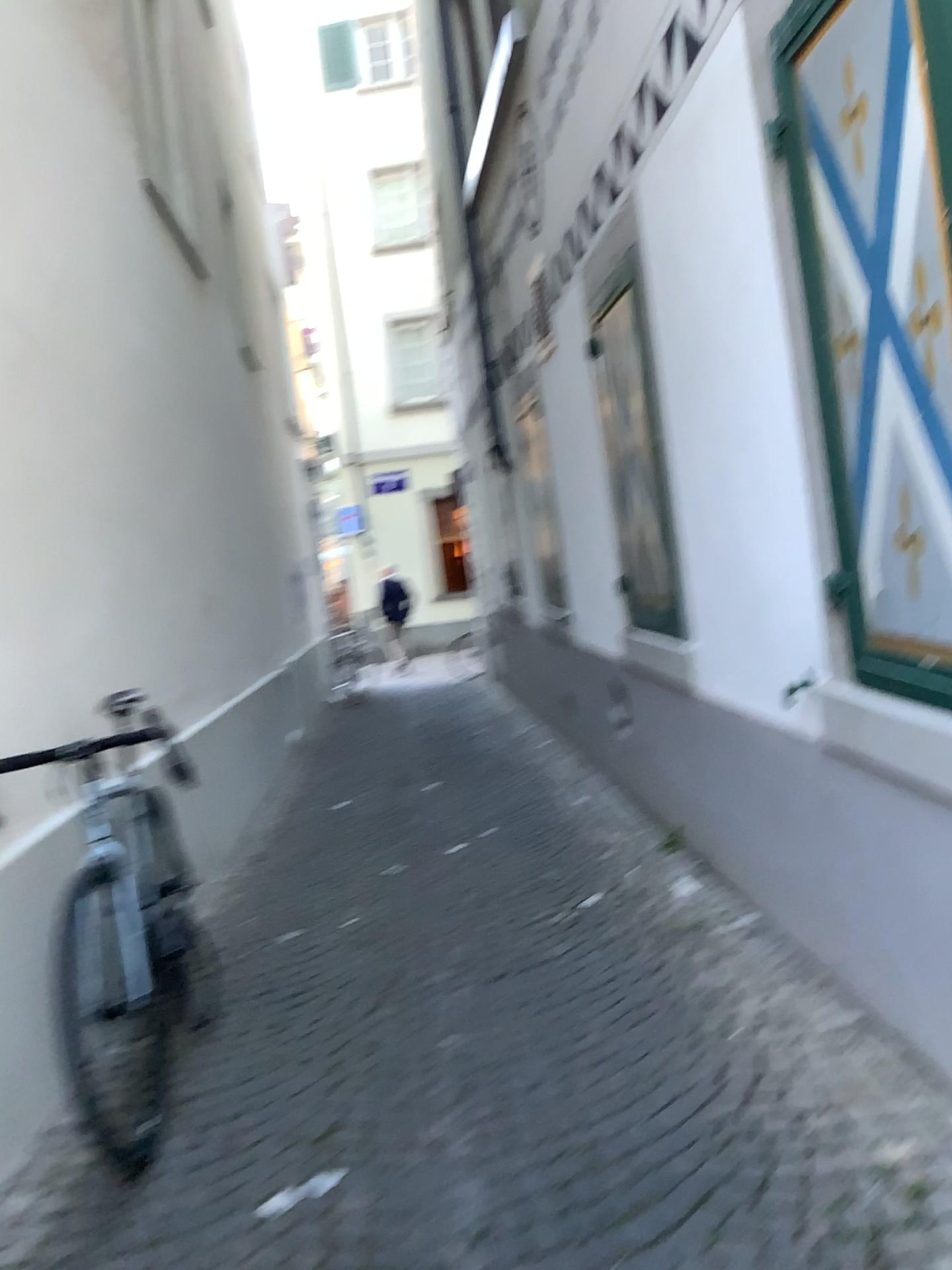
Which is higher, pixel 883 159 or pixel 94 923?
pixel 883 159

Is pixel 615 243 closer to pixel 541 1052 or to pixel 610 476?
pixel 610 476

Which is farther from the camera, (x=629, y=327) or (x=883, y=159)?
(x=629, y=327)

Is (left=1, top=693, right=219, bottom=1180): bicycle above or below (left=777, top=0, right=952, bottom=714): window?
below

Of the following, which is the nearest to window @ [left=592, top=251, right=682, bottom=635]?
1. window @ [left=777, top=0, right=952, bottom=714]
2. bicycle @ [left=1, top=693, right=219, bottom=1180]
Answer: window @ [left=777, top=0, right=952, bottom=714]

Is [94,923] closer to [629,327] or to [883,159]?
[883,159]

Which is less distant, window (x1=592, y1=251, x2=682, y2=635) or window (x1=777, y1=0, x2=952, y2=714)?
window (x1=777, y1=0, x2=952, y2=714)

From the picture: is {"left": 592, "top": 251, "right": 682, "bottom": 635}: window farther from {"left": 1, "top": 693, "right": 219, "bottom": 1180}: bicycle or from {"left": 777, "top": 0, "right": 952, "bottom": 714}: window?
{"left": 1, "top": 693, "right": 219, "bottom": 1180}: bicycle

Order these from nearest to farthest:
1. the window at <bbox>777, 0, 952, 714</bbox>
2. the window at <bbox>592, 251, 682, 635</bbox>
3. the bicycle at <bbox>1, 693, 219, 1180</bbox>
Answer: the window at <bbox>777, 0, 952, 714</bbox>
the bicycle at <bbox>1, 693, 219, 1180</bbox>
the window at <bbox>592, 251, 682, 635</bbox>

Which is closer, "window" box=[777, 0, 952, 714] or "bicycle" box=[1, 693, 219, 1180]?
"window" box=[777, 0, 952, 714]
